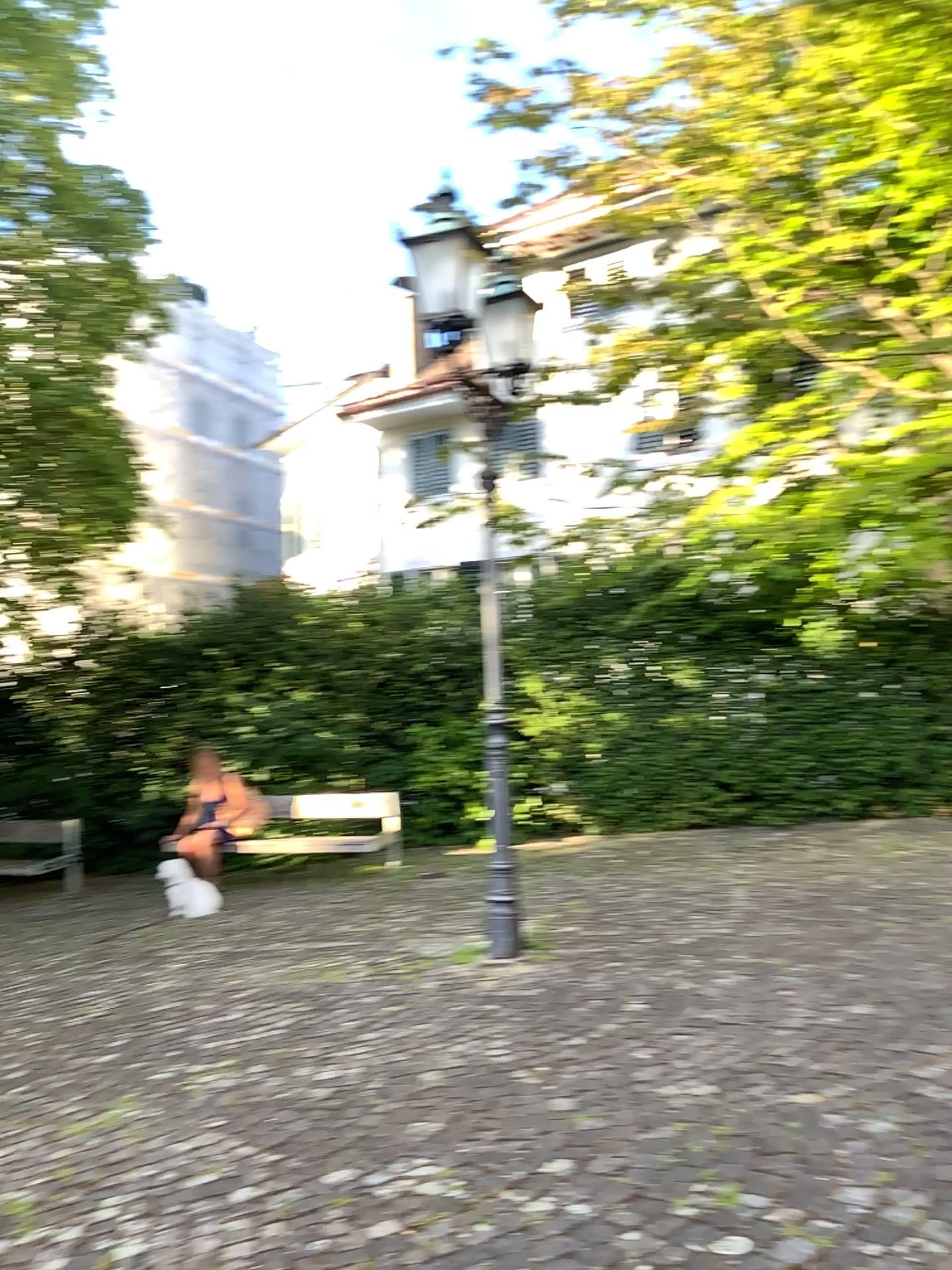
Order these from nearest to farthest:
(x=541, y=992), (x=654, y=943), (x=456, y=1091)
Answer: (x=456, y=1091) → (x=541, y=992) → (x=654, y=943)
